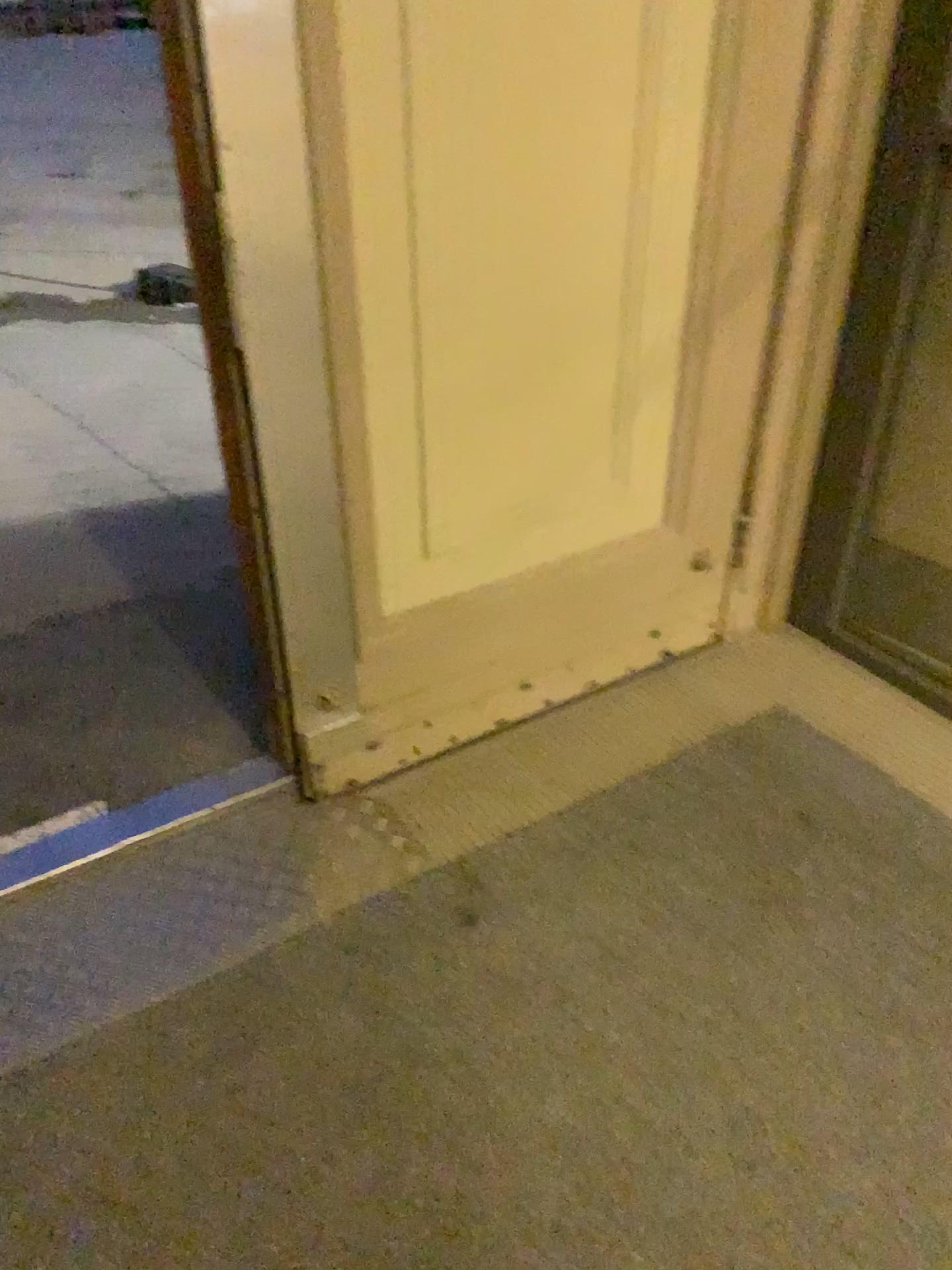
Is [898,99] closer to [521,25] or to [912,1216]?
[521,25]

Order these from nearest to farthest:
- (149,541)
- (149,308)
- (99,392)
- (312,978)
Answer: (312,978)
(149,541)
(99,392)
(149,308)

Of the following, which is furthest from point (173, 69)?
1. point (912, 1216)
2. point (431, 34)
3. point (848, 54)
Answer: point (912, 1216)

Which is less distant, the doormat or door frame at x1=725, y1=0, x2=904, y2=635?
the doormat

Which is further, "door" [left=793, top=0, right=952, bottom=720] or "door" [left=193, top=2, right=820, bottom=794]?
"door" [left=793, top=0, right=952, bottom=720]

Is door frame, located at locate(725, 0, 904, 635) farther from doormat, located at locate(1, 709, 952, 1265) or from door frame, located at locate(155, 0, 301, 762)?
door frame, located at locate(155, 0, 301, 762)

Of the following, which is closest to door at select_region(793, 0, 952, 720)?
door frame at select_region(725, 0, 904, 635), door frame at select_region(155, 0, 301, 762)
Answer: door frame at select_region(725, 0, 904, 635)

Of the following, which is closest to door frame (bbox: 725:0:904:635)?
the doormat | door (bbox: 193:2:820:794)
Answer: door (bbox: 193:2:820:794)

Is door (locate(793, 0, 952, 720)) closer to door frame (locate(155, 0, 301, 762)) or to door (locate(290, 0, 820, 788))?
door (locate(290, 0, 820, 788))

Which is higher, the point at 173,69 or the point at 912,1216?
the point at 173,69
